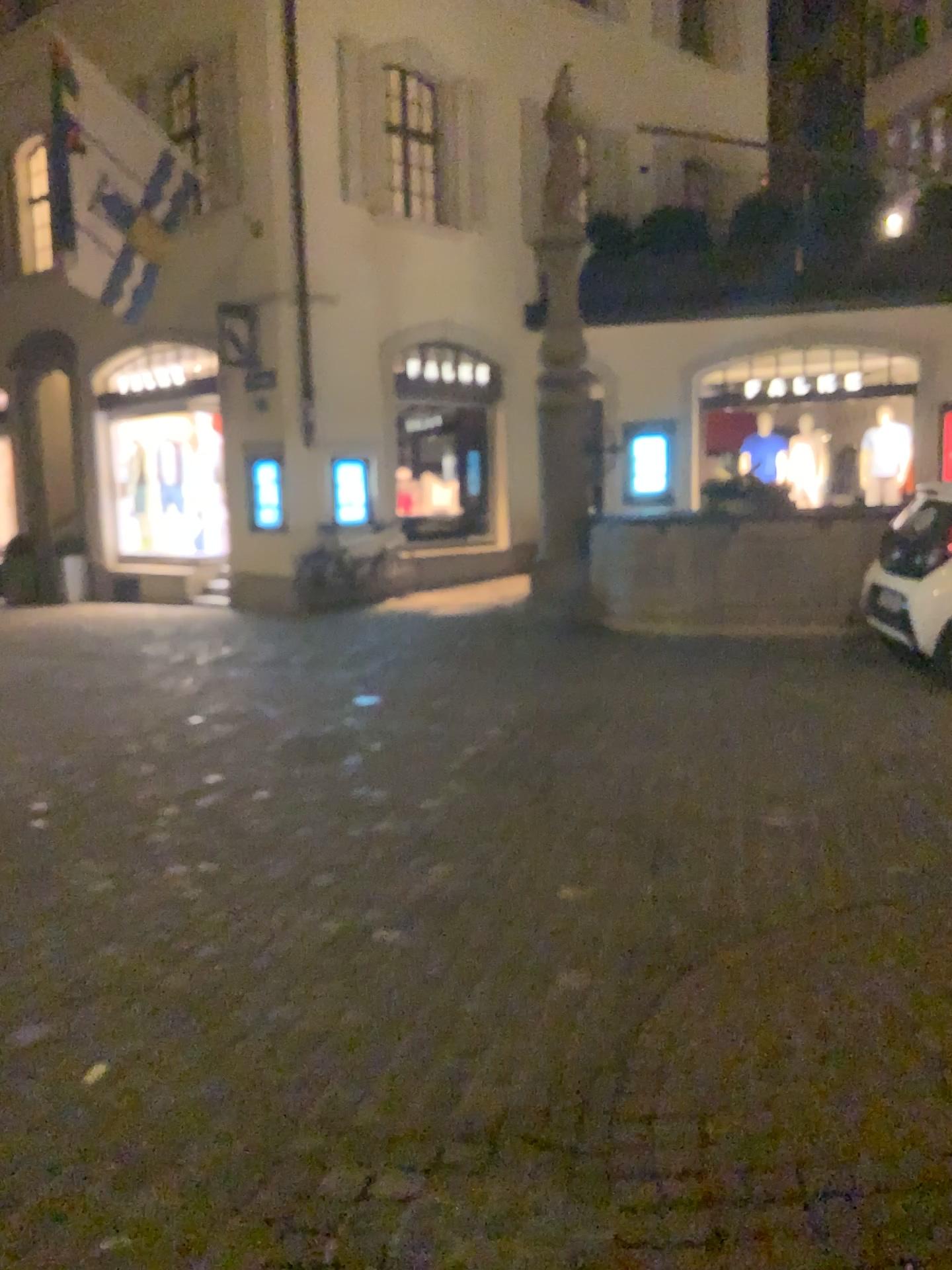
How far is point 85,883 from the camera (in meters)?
4.15
